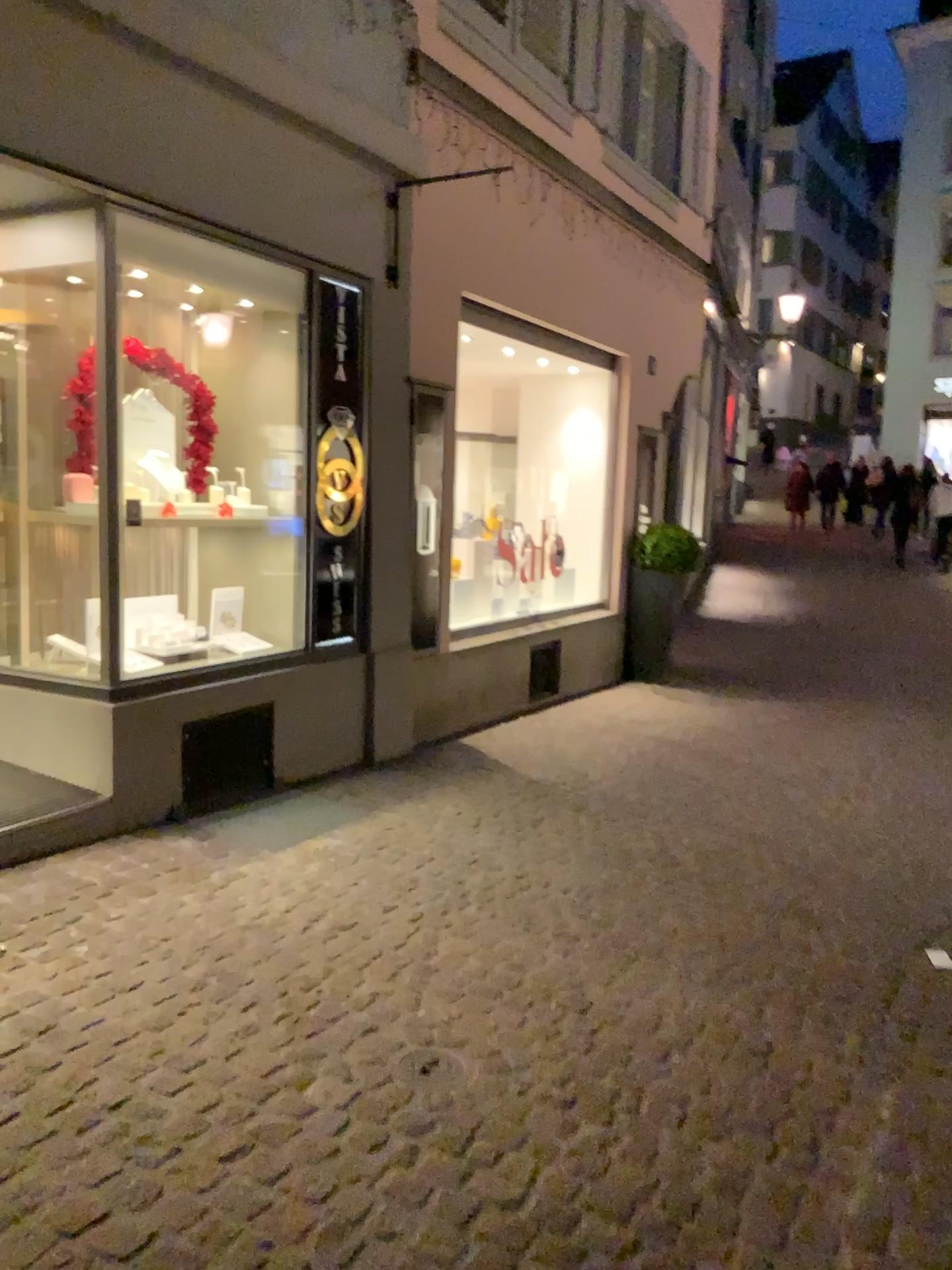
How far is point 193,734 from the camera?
4.5 meters

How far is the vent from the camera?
4.5m

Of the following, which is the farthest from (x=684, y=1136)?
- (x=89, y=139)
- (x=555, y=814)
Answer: (x=89, y=139)
